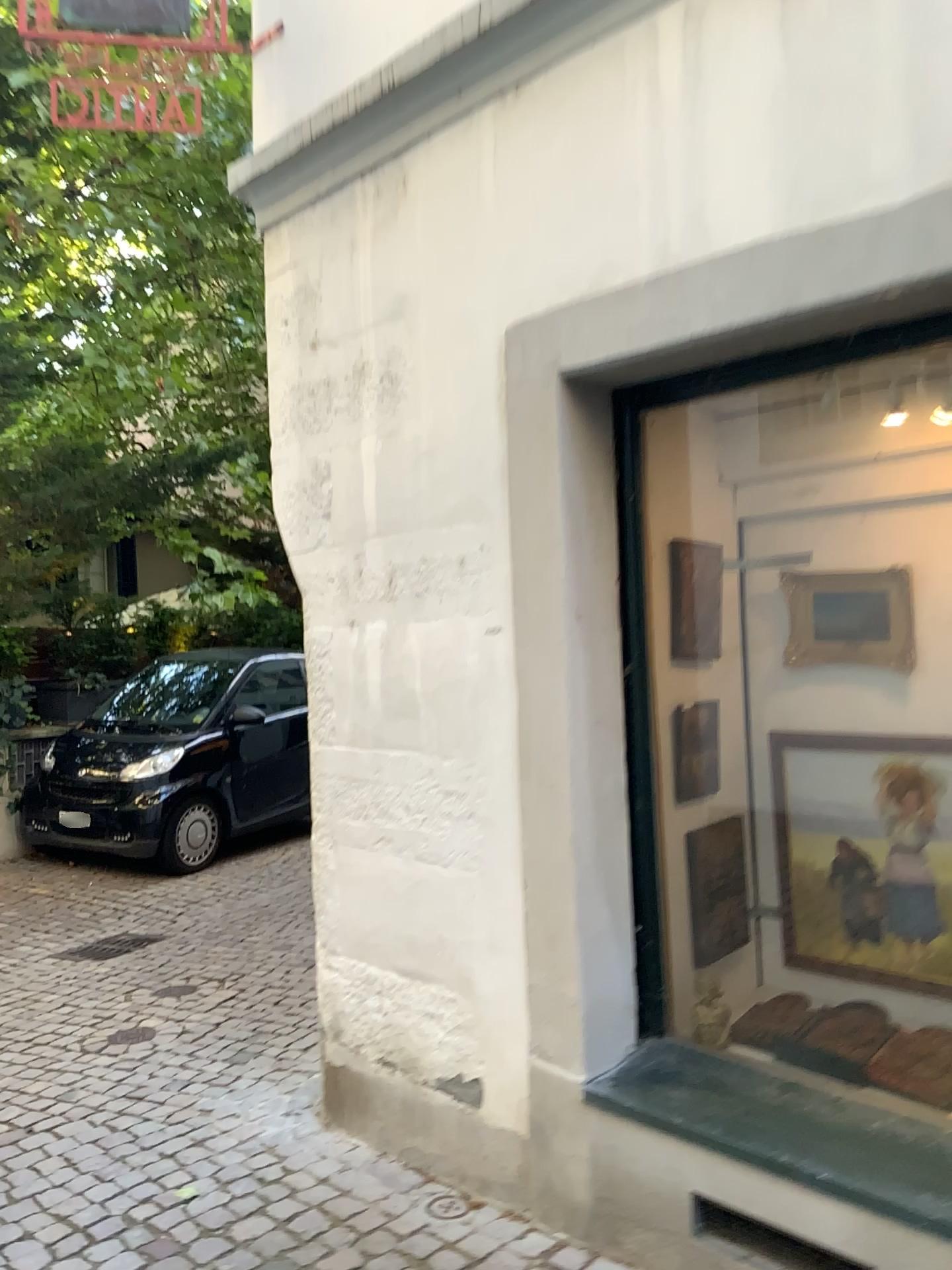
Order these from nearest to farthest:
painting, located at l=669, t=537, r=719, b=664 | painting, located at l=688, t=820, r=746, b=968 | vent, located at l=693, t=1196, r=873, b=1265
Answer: vent, located at l=693, t=1196, r=873, b=1265 → painting, located at l=688, t=820, r=746, b=968 → painting, located at l=669, t=537, r=719, b=664

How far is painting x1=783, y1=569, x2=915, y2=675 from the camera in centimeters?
266cm

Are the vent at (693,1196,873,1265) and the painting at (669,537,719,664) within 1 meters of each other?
no

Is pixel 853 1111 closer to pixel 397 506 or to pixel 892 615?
pixel 892 615

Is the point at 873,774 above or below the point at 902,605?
below

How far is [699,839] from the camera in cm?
261

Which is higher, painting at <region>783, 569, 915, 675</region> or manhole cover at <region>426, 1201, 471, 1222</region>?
painting at <region>783, 569, 915, 675</region>

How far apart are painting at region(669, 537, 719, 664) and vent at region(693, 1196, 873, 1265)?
1.29m

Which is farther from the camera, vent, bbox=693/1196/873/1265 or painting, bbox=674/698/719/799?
painting, bbox=674/698/719/799

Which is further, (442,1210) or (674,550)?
(674,550)
